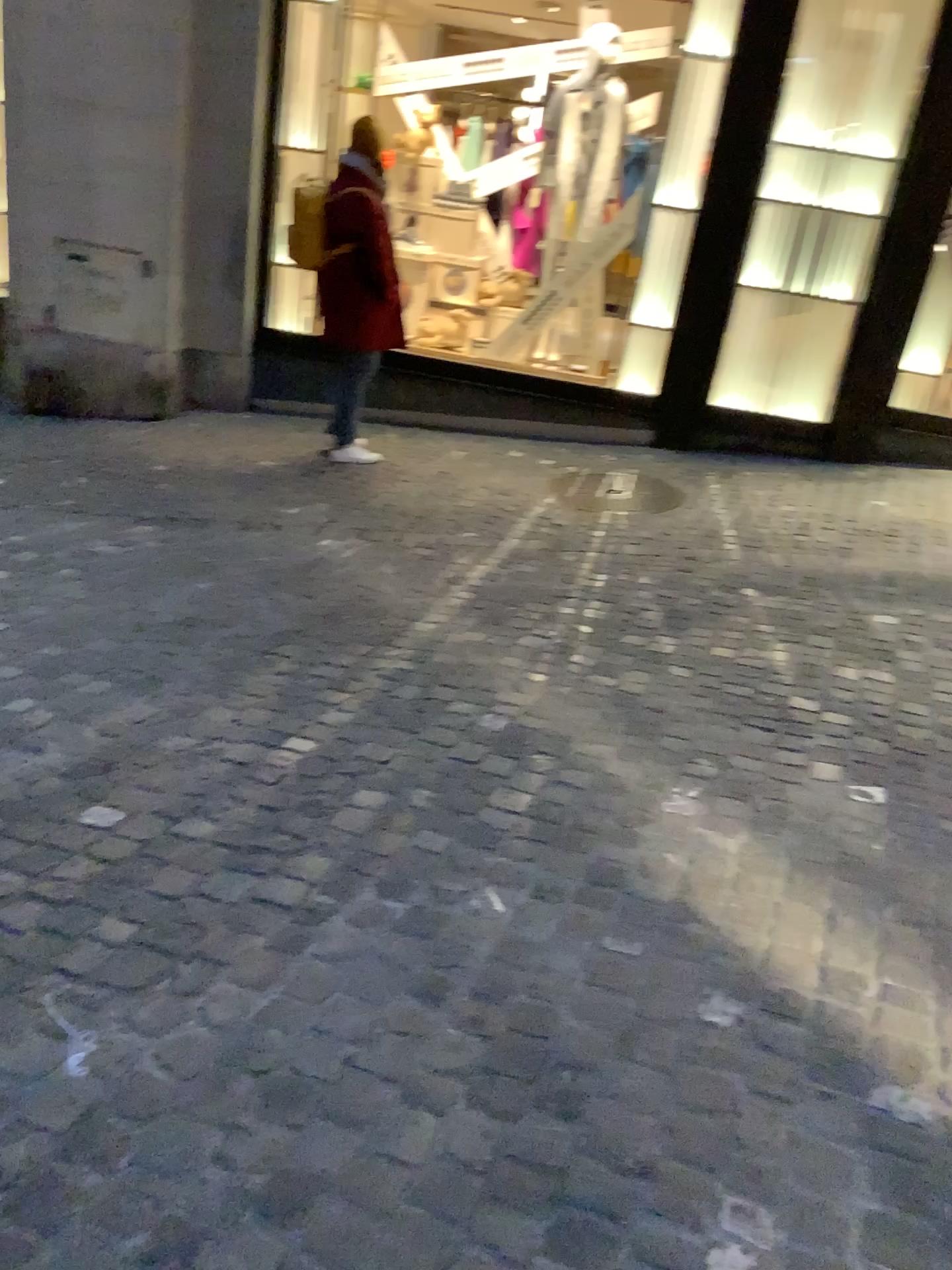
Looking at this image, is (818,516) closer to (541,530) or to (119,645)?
(541,530)
